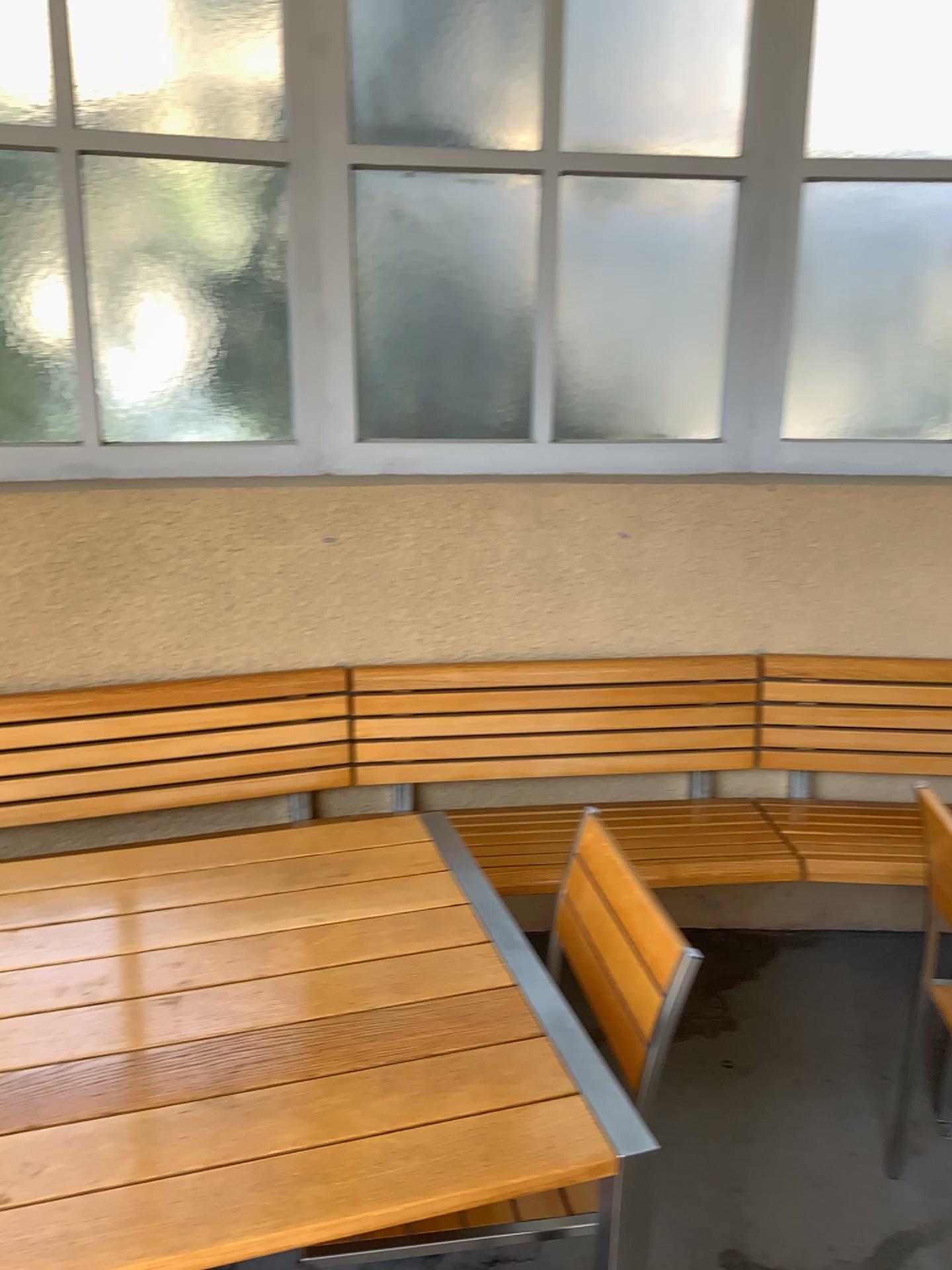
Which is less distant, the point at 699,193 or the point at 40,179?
the point at 40,179

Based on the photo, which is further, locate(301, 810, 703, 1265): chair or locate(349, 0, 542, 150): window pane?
locate(349, 0, 542, 150): window pane

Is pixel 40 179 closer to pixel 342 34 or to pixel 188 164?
pixel 188 164

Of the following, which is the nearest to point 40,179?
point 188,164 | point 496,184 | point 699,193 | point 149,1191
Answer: point 188,164

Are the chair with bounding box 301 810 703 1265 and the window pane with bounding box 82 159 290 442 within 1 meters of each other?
no

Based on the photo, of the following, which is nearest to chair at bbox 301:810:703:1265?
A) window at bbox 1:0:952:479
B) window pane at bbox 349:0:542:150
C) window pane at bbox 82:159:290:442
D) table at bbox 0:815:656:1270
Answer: table at bbox 0:815:656:1270

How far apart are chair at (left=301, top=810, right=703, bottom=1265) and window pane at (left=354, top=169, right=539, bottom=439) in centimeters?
134cm

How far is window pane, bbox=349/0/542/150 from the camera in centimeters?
253cm

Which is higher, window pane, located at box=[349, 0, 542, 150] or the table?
window pane, located at box=[349, 0, 542, 150]

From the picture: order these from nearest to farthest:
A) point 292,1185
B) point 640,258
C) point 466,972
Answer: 1. point 292,1185
2. point 466,972
3. point 640,258
